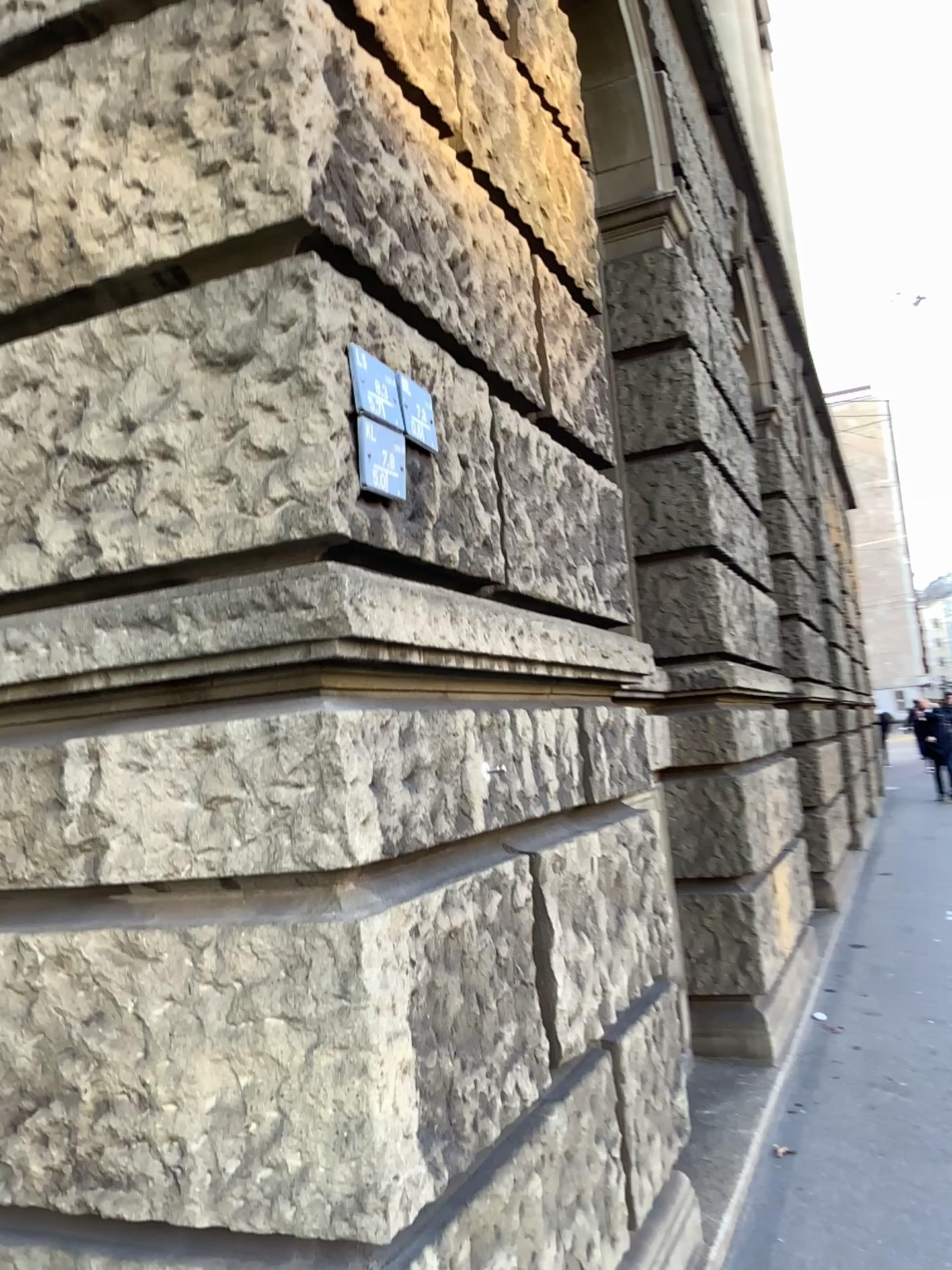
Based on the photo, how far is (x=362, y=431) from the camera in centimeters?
174cm

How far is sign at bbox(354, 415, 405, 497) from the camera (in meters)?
1.74

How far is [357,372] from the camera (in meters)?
1.74

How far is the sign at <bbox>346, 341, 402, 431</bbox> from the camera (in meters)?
1.74

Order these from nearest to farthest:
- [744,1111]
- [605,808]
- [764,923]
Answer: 1. [605,808]
2. [744,1111]
3. [764,923]
